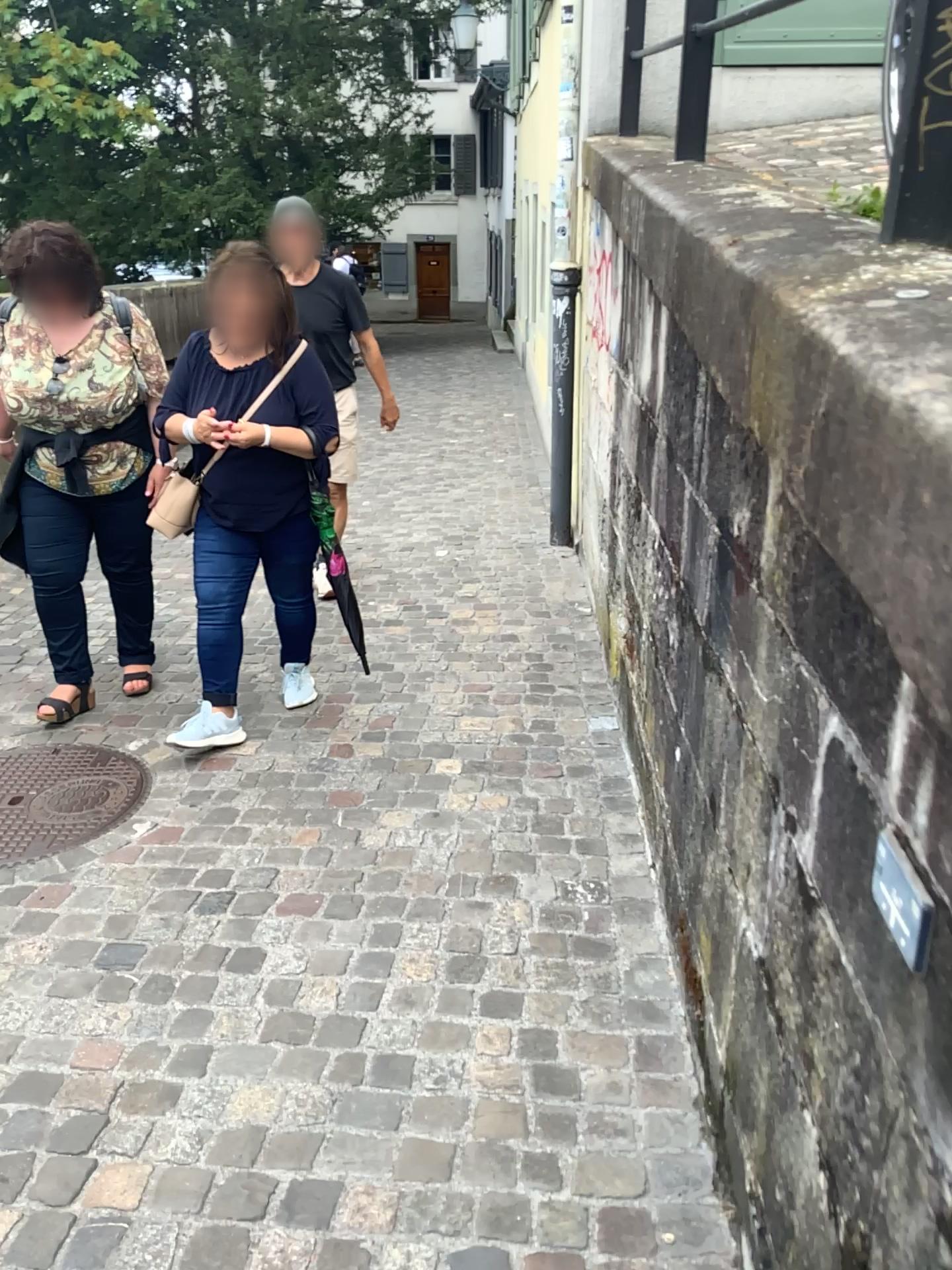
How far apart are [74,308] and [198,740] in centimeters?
135cm

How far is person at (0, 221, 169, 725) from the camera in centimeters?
314cm

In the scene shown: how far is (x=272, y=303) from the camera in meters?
3.0 m

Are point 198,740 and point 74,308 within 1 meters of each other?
no

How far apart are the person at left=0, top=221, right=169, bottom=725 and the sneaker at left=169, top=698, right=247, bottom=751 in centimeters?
43cm

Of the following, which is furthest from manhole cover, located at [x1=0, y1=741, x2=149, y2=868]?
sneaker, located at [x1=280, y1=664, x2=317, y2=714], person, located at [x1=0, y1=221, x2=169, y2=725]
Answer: sneaker, located at [x1=280, y1=664, x2=317, y2=714]

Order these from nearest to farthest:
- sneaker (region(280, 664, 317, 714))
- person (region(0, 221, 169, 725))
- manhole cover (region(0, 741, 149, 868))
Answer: manhole cover (region(0, 741, 149, 868)) → person (region(0, 221, 169, 725)) → sneaker (region(280, 664, 317, 714))

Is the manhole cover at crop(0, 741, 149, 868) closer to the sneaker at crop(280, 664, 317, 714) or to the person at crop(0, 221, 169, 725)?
the person at crop(0, 221, 169, 725)

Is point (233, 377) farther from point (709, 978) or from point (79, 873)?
point (709, 978)

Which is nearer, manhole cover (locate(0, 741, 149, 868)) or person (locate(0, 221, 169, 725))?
manhole cover (locate(0, 741, 149, 868))
